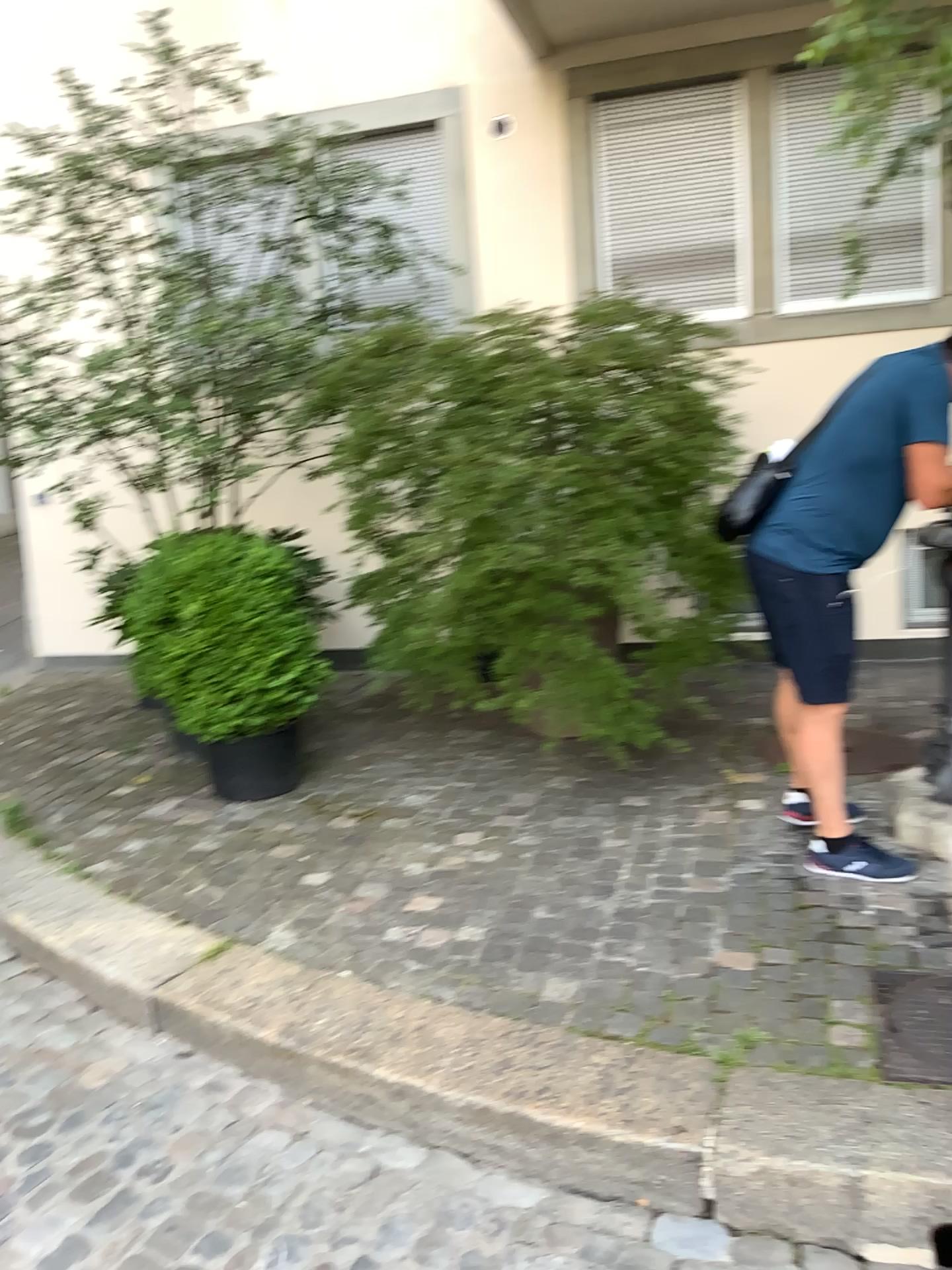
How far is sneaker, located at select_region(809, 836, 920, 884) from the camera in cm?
315

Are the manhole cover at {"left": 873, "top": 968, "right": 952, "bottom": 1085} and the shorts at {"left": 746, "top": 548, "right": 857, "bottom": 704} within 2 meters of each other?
yes

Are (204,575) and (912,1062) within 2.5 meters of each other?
no

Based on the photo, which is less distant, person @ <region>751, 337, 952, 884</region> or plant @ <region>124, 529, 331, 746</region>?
person @ <region>751, 337, 952, 884</region>

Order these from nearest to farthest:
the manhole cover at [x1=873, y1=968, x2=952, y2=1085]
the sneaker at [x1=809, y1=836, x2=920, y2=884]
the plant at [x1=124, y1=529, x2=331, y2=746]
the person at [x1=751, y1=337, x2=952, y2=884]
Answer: the manhole cover at [x1=873, y1=968, x2=952, y2=1085] < the person at [x1=751, y1=337, x2=952, y2=884] < the sneaker at [x1=809, y1=836, x2=920, y2=884] < the plant at [x1=124, y1=529, x2=331, y2=746]

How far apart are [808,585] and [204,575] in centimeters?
224cm

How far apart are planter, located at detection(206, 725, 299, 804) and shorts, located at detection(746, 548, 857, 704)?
2.08m

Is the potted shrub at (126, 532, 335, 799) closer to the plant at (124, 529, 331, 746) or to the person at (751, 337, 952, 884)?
the plant at (124, 529, 331, 746)

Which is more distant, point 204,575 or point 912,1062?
point 204,575

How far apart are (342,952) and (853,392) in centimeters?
211cm
